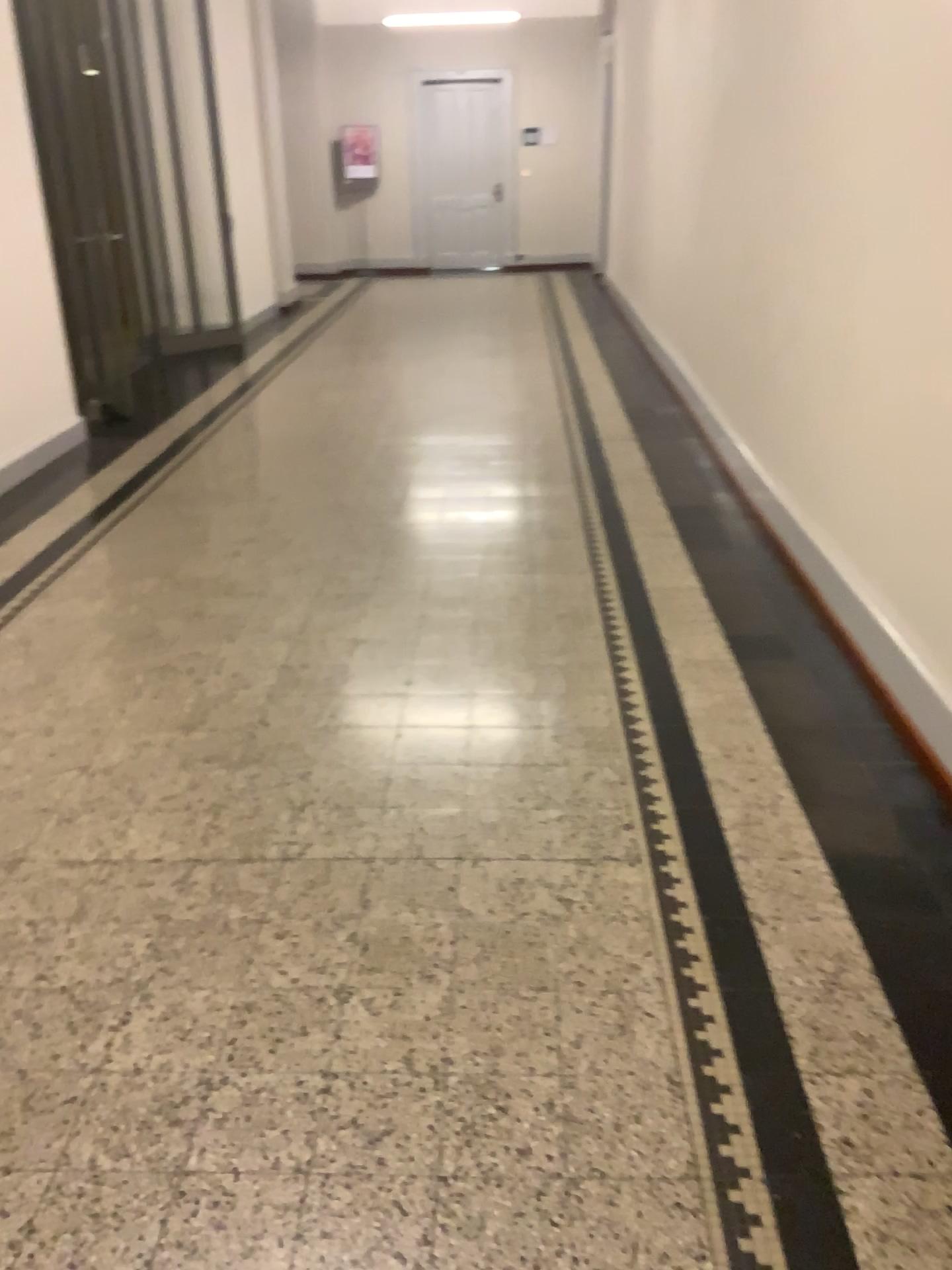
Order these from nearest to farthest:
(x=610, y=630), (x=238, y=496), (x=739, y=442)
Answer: (x=610, y=630) < (x=238, y=496) < (x=739, y=442)
